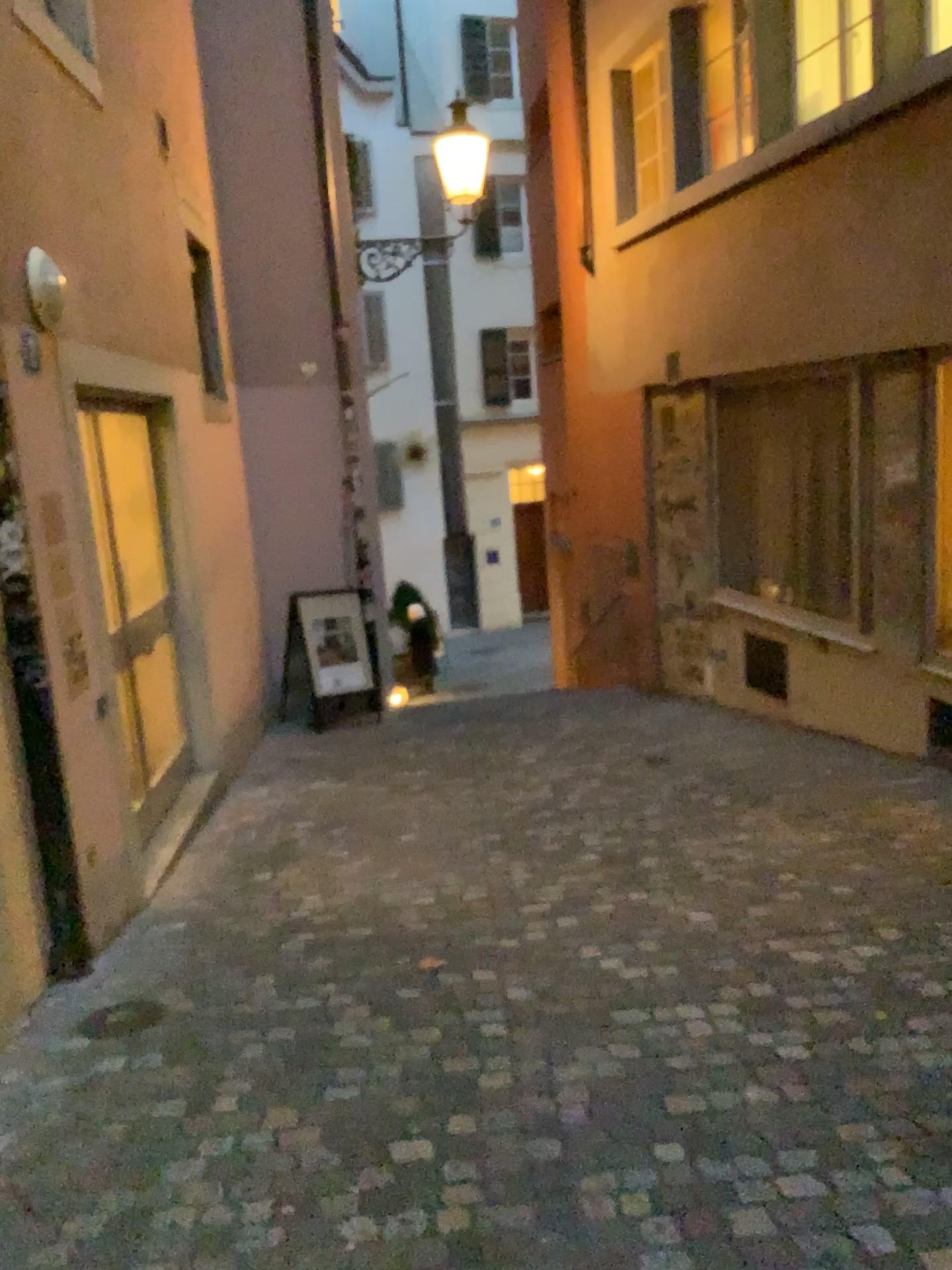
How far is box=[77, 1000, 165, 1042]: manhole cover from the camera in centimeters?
319cm

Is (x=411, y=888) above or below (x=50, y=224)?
below

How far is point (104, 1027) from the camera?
3.2 meters
